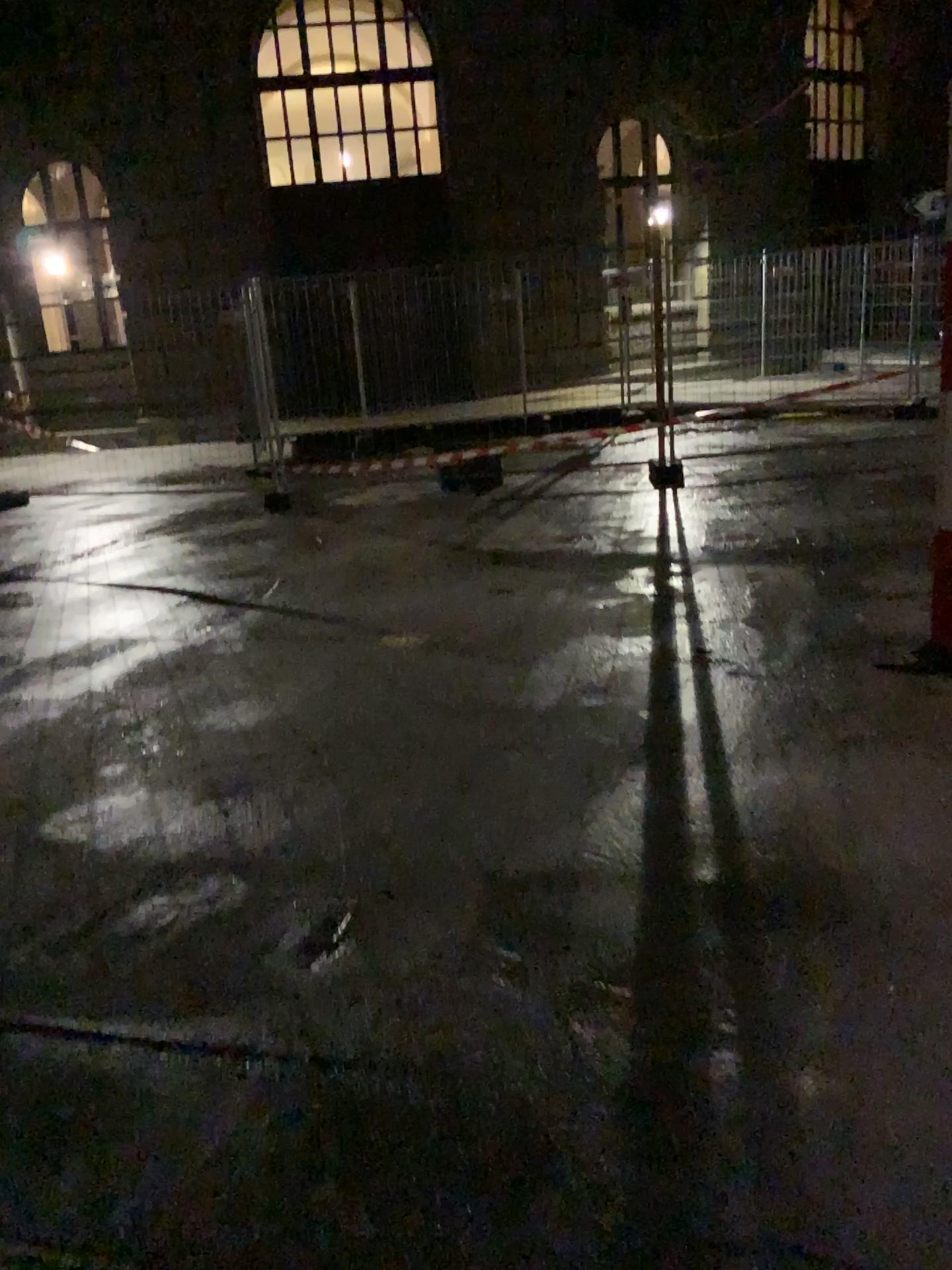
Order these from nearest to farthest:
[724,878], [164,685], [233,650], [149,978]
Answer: [149,978], [724,878], [164,685], [233,650]
